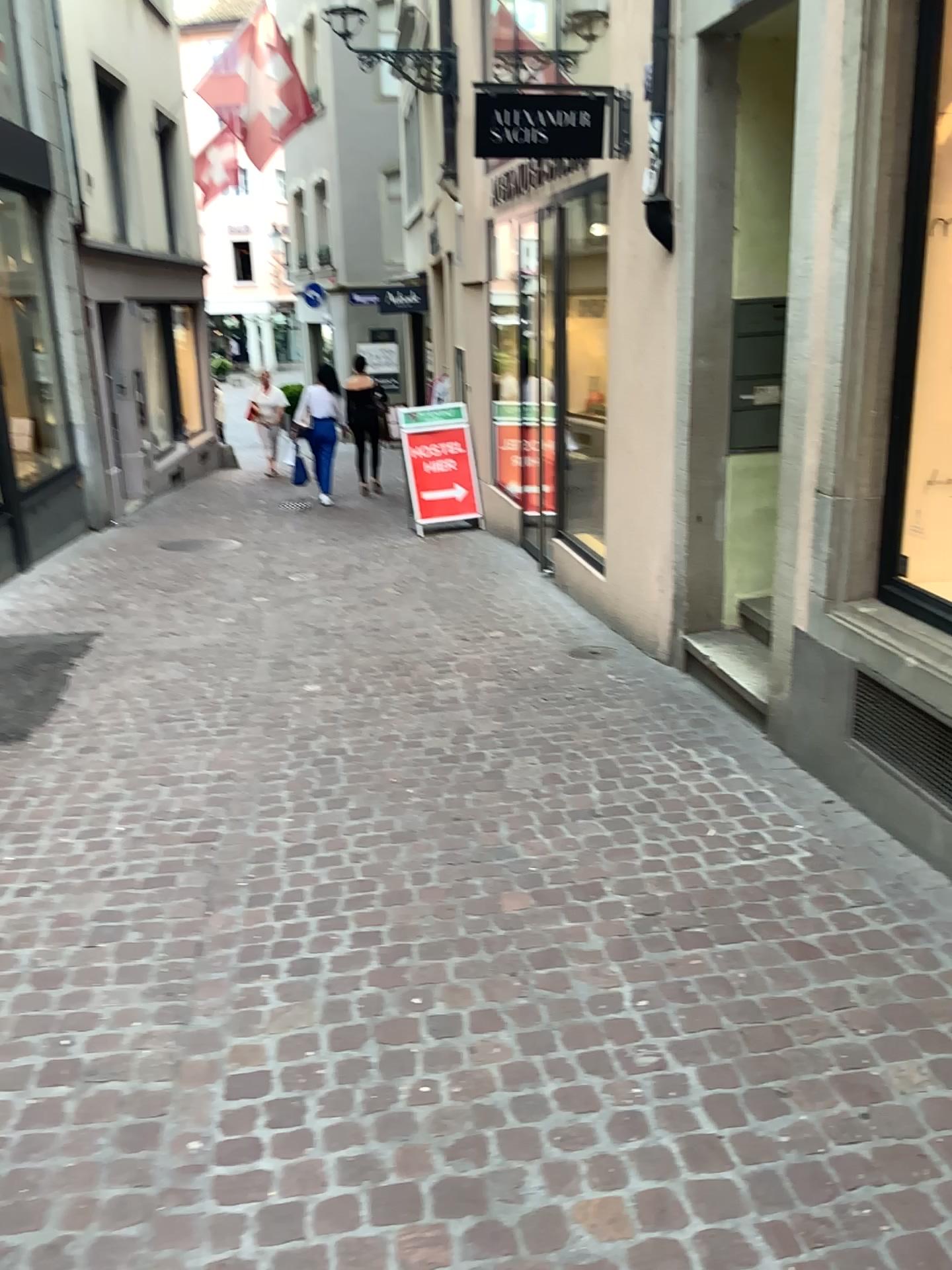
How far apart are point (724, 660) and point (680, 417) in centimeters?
113cm
